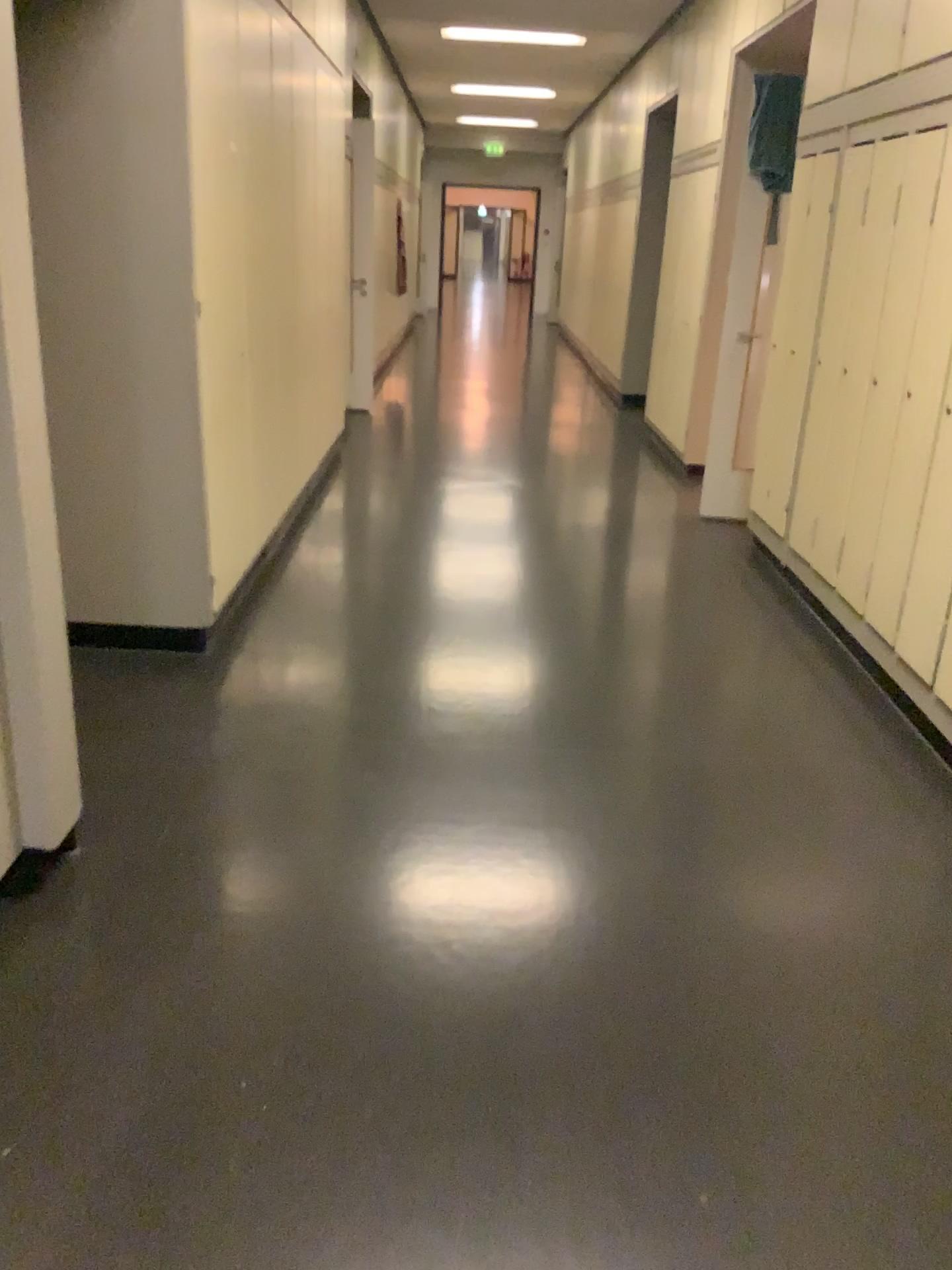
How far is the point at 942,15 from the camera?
3.29m

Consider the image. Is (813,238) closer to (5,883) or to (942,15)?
(942,15)

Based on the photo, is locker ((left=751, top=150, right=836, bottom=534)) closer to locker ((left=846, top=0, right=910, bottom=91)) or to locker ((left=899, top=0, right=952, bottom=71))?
locker ((left=846, top=0, right=910, bottom=91))

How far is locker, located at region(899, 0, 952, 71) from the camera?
3.29m

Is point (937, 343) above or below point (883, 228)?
below

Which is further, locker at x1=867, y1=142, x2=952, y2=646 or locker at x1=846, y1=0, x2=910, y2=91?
locker at x1=846, y1=0, x2=910, y2=91

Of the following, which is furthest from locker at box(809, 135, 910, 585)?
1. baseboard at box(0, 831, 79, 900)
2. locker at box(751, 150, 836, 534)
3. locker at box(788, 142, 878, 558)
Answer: baseboard at box(0, 831, 79, 900)

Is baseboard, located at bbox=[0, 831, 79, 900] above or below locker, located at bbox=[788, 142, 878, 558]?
below

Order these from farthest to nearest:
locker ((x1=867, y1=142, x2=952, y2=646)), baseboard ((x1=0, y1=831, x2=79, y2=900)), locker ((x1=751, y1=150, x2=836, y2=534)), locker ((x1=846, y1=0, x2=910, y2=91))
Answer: locker ((x1=751, y1=150, x2=836, y2=534)) < locker ((x1=846, y1=0, x2=910, y2=91)) < locker ((x1=867, y1=142, x2=952, y2=646)) < baseboard ((x1=0, y1=831, x2=79, y2=900))

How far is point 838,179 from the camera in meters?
4.1 m
